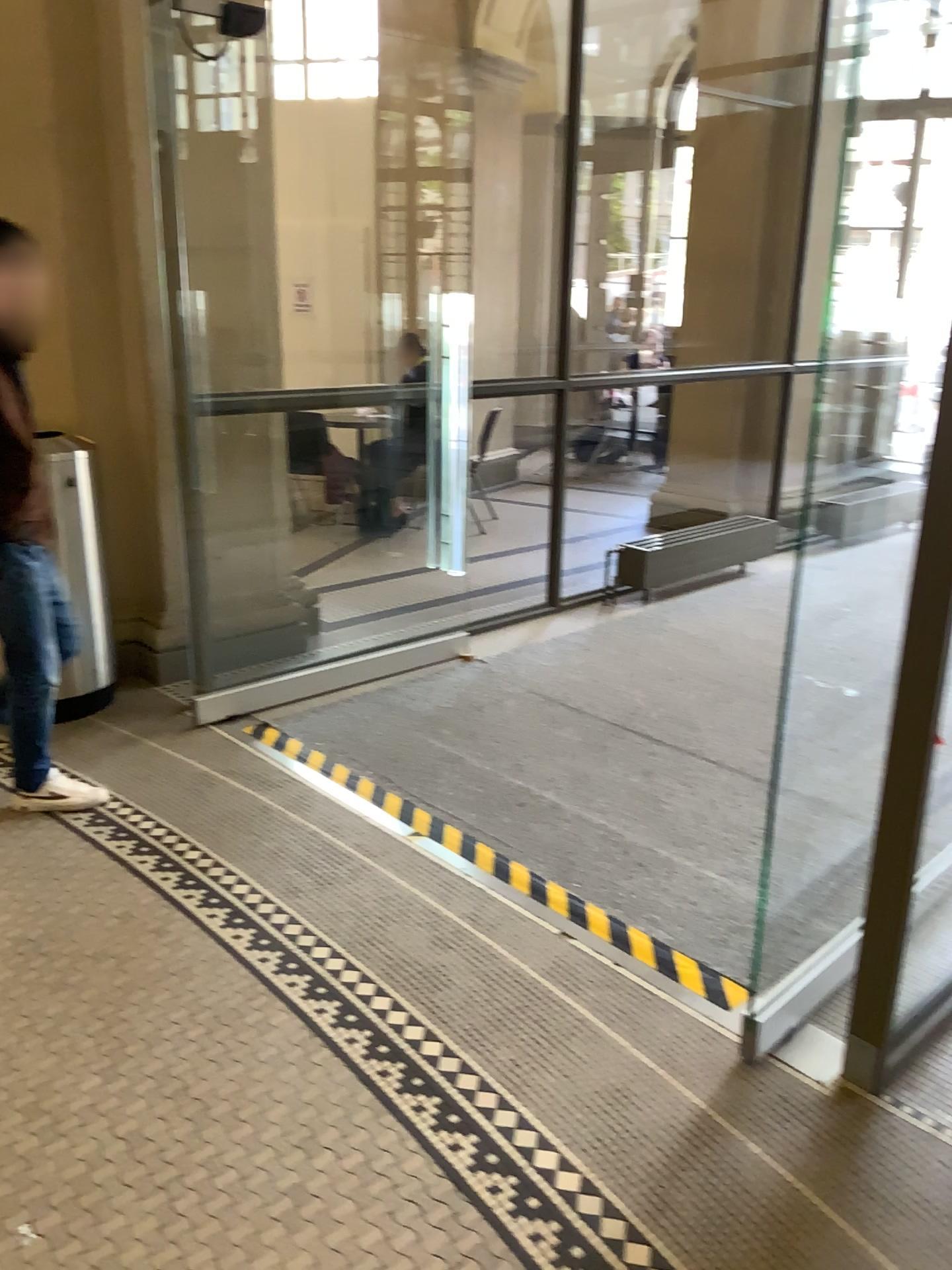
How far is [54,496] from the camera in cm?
352

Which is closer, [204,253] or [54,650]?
[54,650]

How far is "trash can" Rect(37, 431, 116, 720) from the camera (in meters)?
3.52

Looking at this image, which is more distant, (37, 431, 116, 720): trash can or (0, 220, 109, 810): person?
(37, 431, 116, 720): trash can

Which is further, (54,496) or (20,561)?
(54,496)
